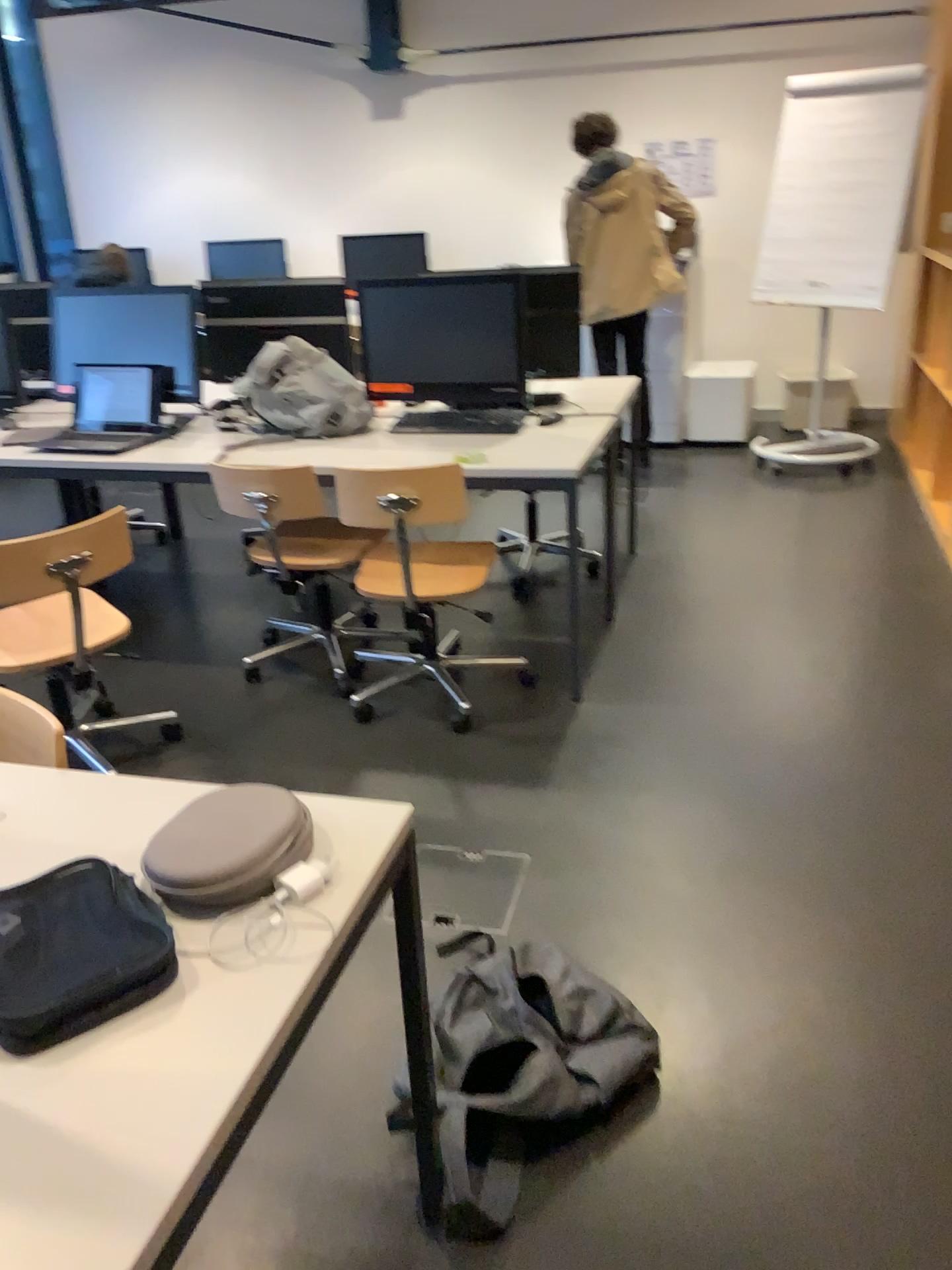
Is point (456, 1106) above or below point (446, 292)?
below

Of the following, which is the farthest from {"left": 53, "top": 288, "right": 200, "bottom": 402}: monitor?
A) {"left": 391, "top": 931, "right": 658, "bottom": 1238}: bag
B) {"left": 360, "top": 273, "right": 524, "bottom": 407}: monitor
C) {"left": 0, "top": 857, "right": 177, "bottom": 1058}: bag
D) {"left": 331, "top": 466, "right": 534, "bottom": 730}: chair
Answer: {"left": 0, "top": 857, "right": 177, "bottom": 1058}: bag

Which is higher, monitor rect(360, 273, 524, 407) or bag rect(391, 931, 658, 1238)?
monitor rect(360, 273, 524, 407)

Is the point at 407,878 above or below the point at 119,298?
below

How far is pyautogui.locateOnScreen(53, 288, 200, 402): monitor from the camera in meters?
3.7 m

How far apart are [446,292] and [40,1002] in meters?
2.8 m

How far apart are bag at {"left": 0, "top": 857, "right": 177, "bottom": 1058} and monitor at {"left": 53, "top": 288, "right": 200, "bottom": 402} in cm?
278

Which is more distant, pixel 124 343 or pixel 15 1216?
pixel 124 343

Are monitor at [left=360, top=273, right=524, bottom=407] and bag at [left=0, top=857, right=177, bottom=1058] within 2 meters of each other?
no

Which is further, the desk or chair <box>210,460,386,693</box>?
chair <box>210,460,386,693</box>
